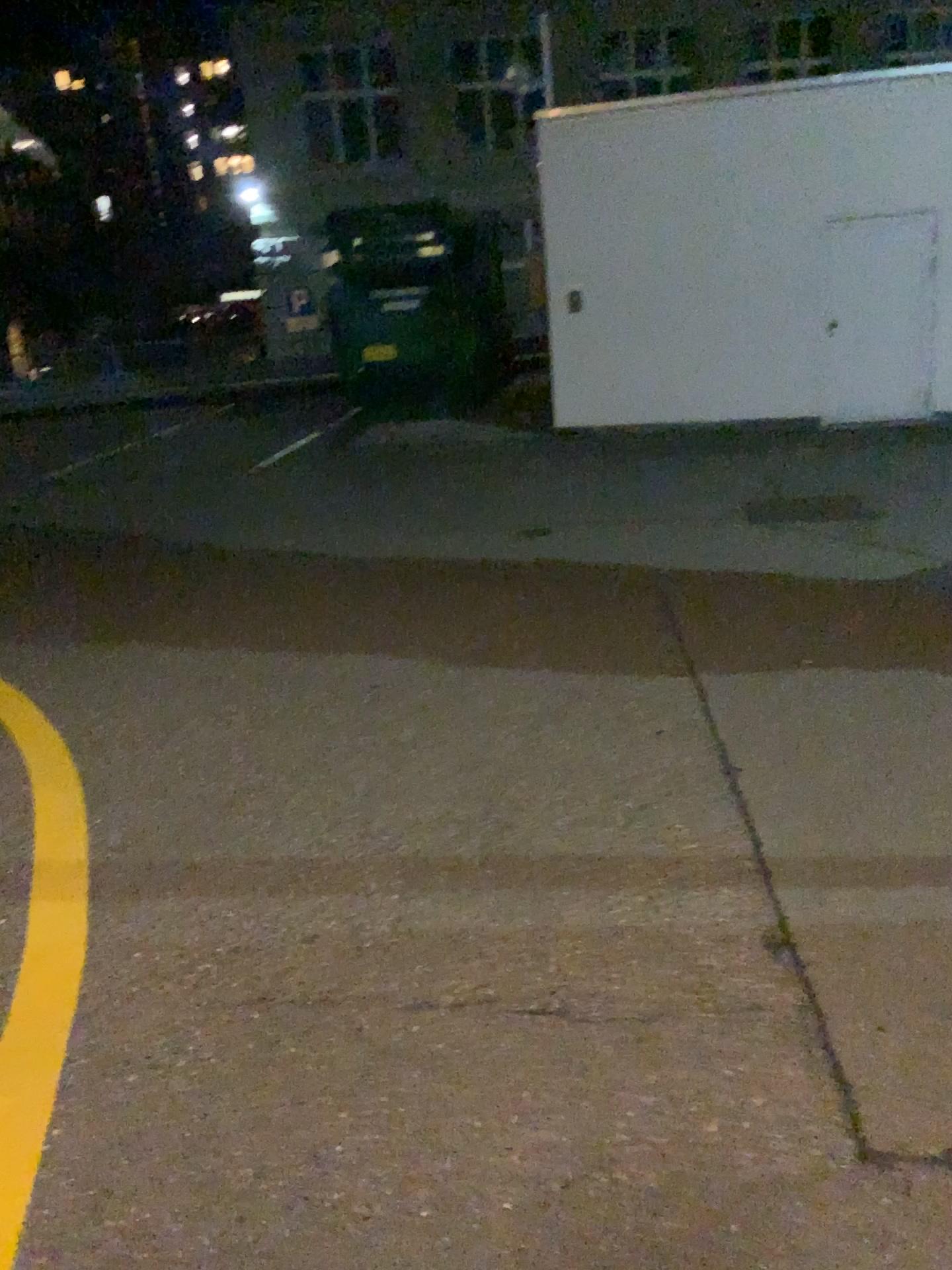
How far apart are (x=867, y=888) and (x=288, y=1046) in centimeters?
145cm
